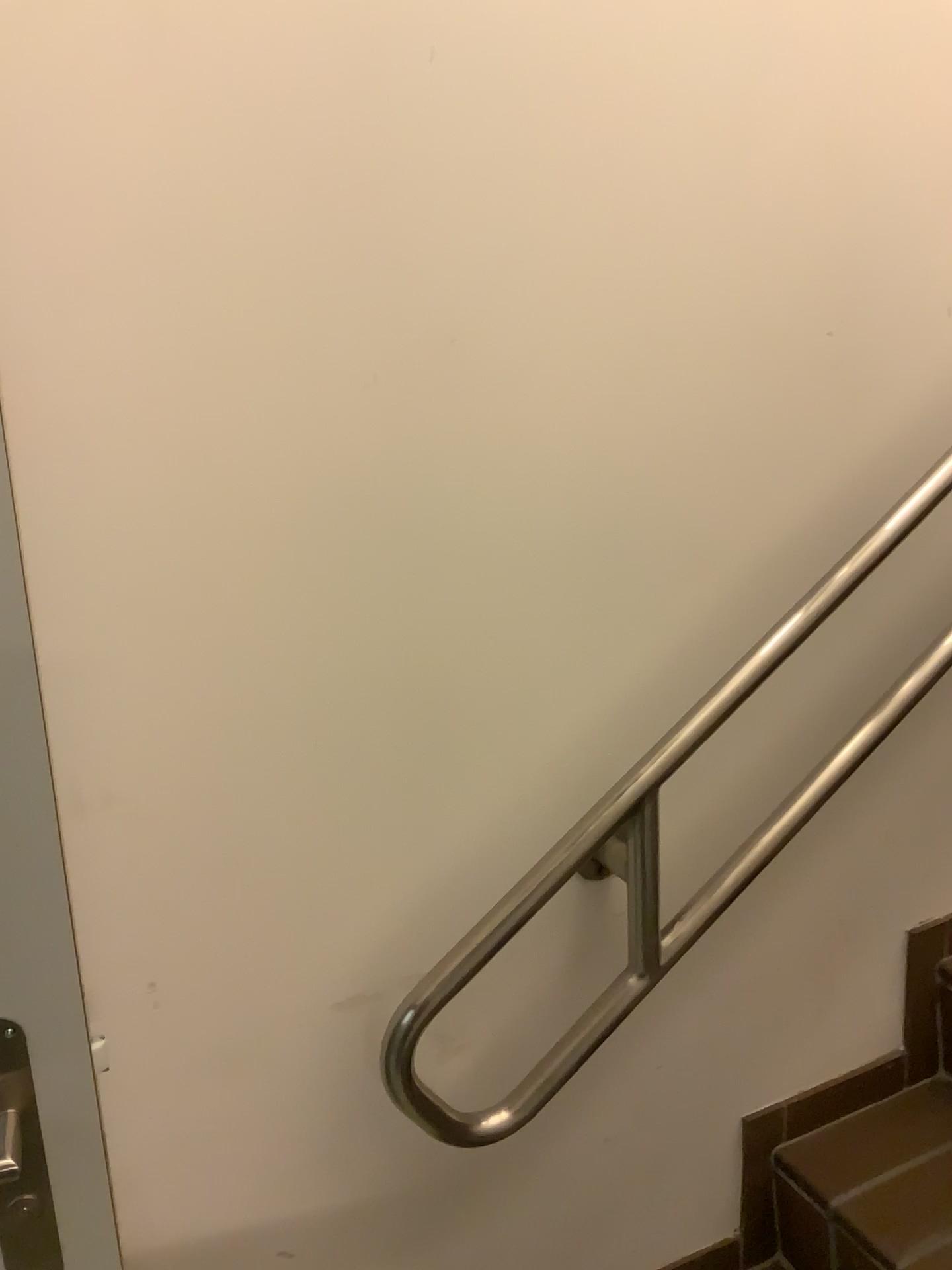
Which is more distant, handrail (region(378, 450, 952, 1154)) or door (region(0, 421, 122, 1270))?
handrail (region(378, 450, 952, 1154))

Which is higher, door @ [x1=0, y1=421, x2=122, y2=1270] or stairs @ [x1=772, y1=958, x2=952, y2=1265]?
door @ [x1=0, y1=421, x2=122, y2=1270]

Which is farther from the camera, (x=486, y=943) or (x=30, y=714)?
(x=486, y=943)

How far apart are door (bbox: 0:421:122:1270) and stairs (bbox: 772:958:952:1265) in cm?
84

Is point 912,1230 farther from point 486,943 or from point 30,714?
point 30,714

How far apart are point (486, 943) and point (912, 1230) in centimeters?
66cm

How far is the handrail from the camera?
1.03m

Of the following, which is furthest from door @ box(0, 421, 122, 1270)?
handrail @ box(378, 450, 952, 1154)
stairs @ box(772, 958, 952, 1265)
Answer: stairs @ box(772, 958, 952, 1265)

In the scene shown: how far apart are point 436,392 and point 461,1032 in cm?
67

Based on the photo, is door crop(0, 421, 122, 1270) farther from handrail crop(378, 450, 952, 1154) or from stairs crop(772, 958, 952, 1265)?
stairs crop(772, 958, 952, 1265)
